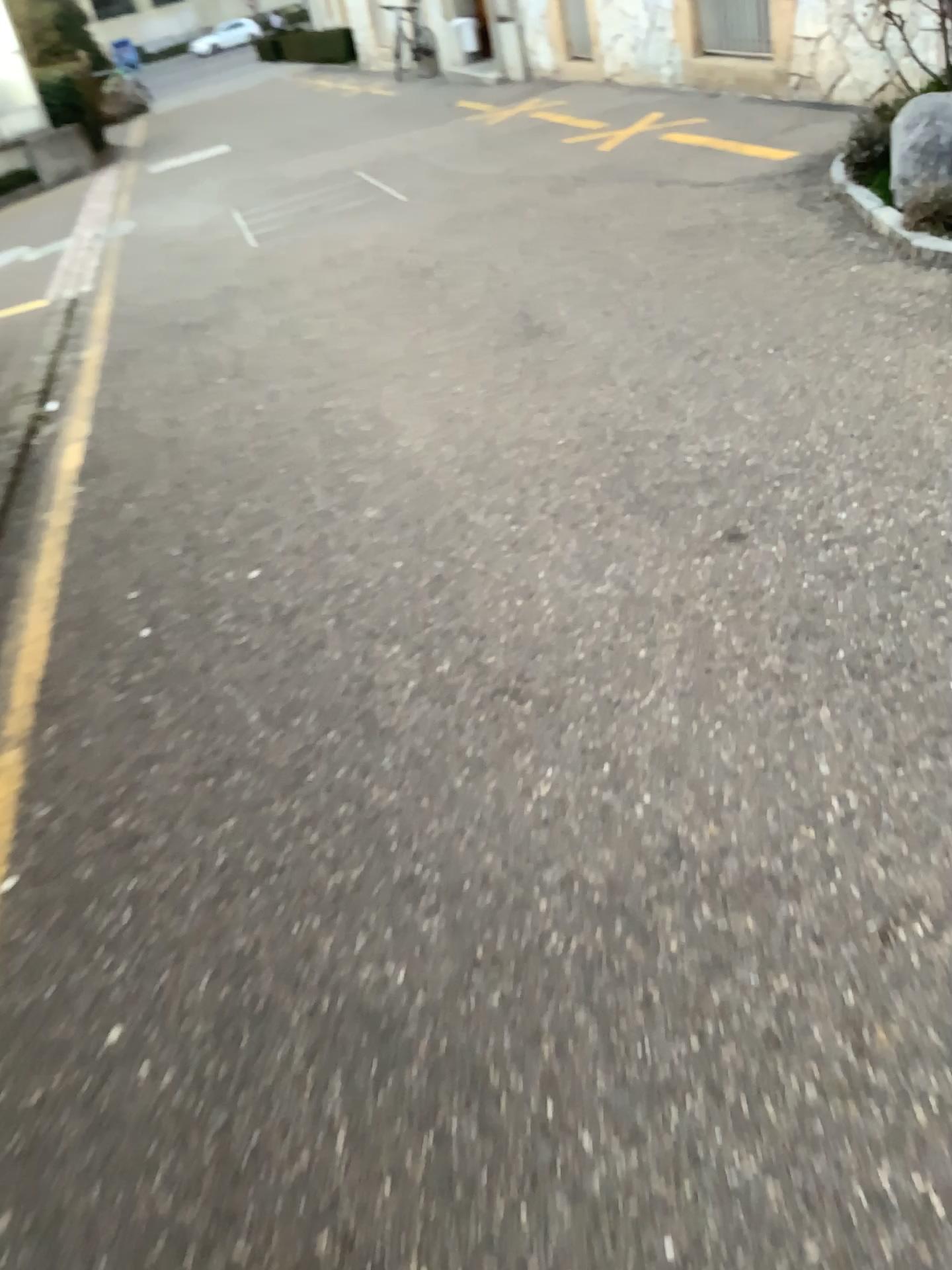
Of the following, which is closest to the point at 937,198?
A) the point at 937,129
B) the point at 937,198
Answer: the point at 937,198

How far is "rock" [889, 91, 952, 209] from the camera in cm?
401

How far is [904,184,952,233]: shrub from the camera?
4.0 meters

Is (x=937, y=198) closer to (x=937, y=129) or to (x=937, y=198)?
Answer: (x=937, y=198)

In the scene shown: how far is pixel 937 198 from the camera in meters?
4.0

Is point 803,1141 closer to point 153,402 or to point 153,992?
point 153,992

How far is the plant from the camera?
4.0 meters
